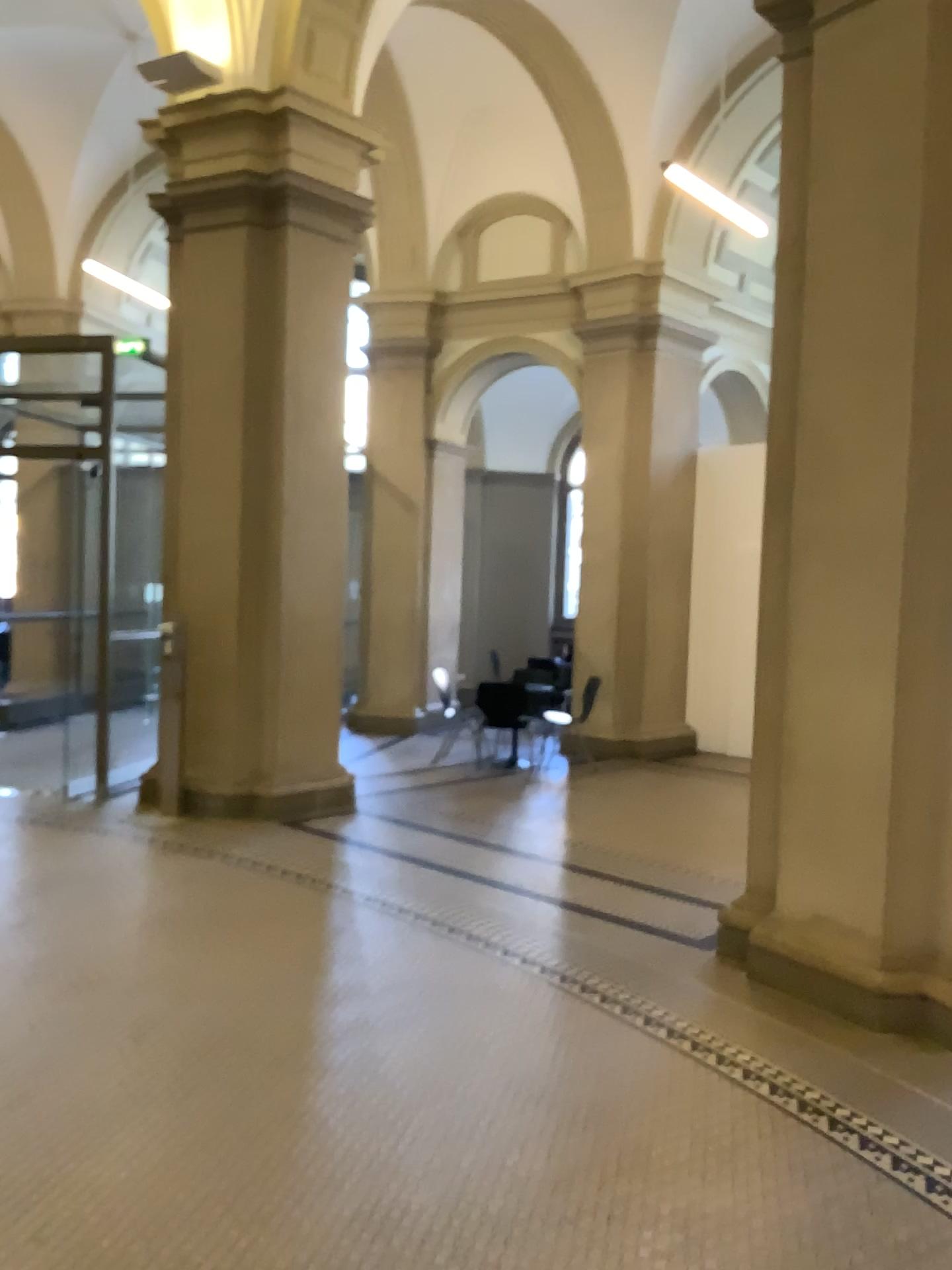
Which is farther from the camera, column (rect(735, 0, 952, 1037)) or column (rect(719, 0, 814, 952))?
column (rect(719, 0, 814, 952))

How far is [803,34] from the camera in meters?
4.4 m

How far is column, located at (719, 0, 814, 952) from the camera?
4.4 meters

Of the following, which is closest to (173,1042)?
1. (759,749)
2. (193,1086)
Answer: (193,1086)

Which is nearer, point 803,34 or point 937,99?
point 937,99

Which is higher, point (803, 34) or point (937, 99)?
point (803, 34)
